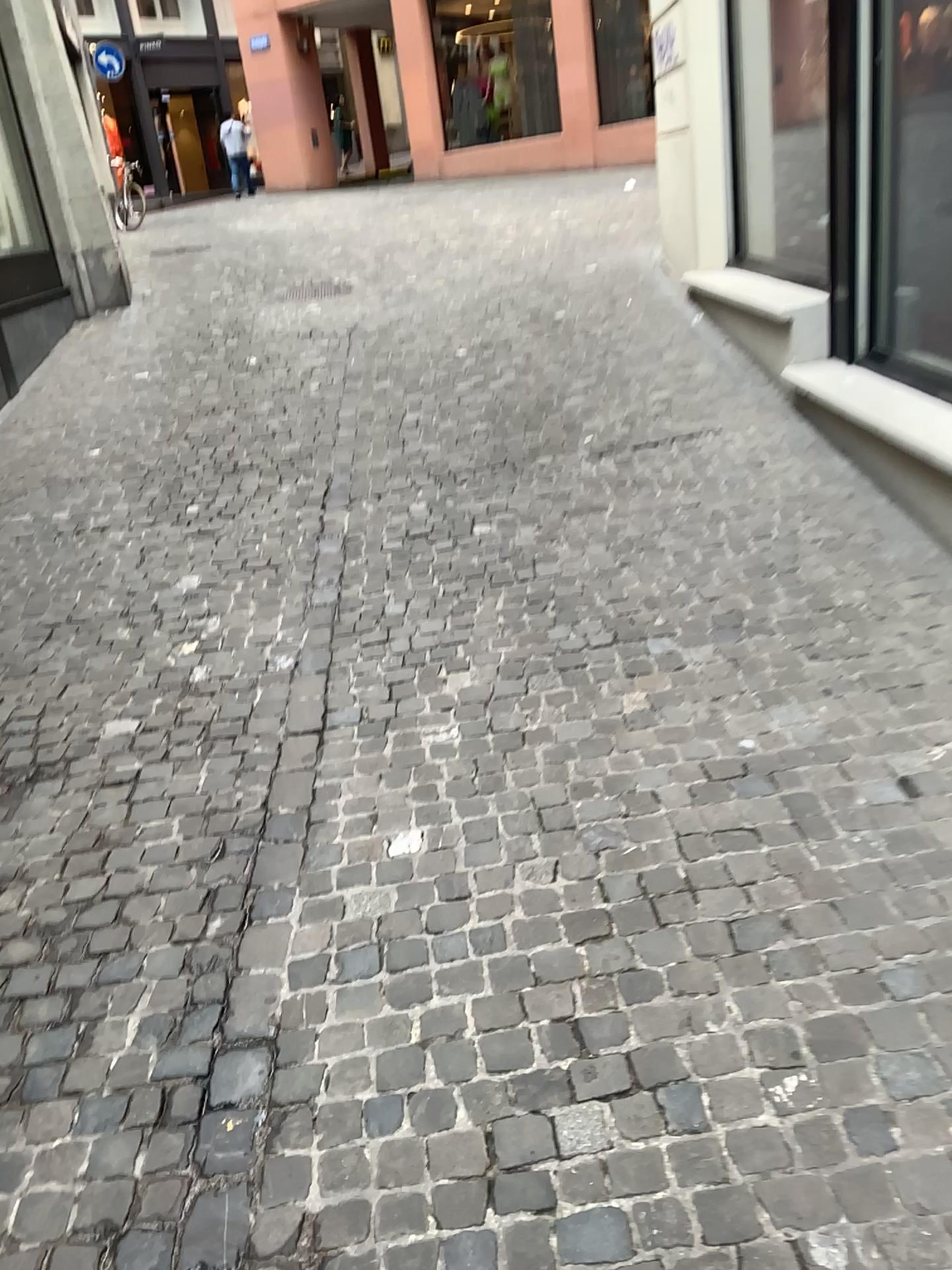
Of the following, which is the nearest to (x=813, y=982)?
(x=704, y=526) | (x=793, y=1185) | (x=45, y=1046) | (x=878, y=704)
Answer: (x=793, y=1185)
